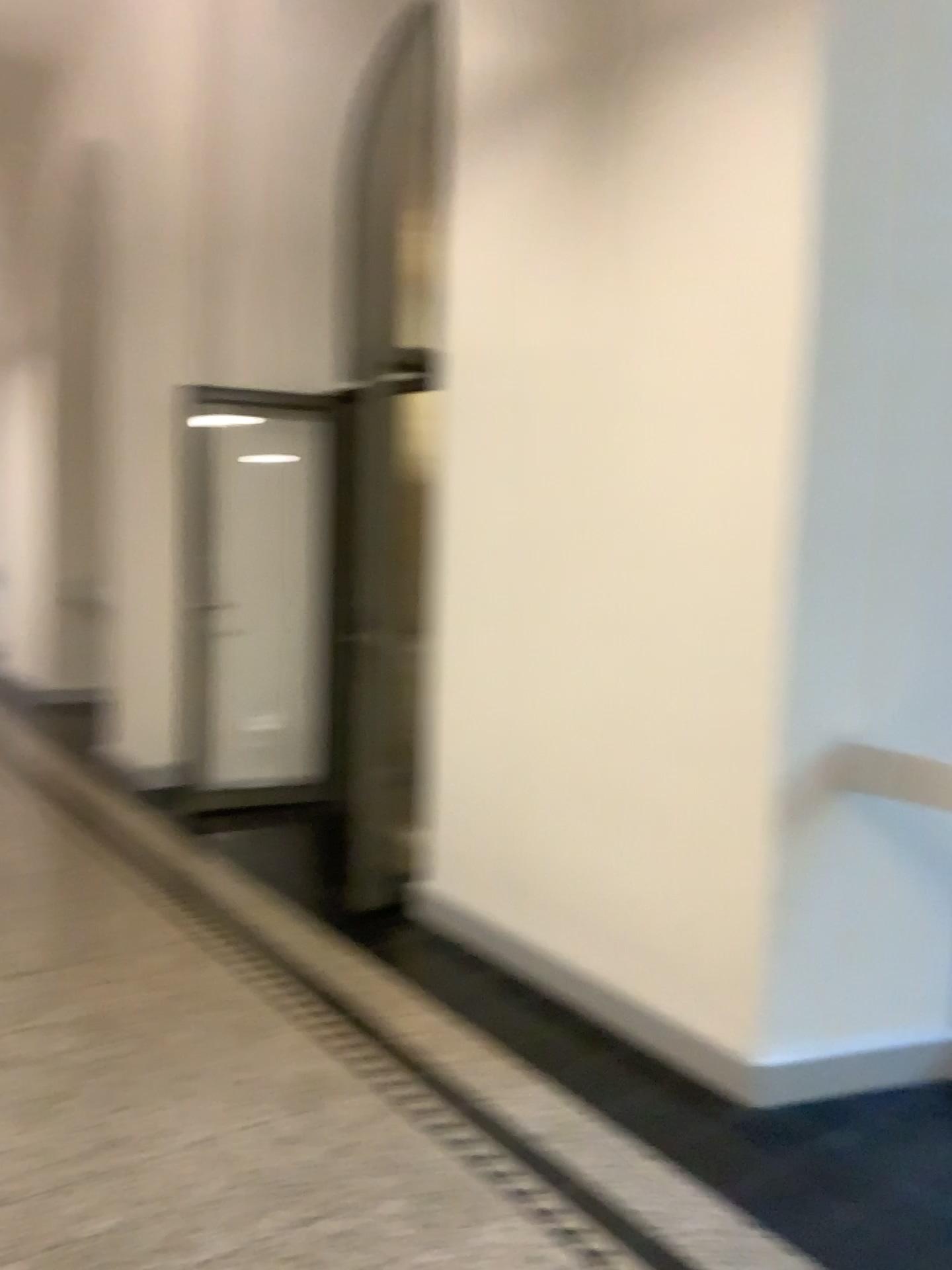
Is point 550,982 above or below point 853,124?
below
